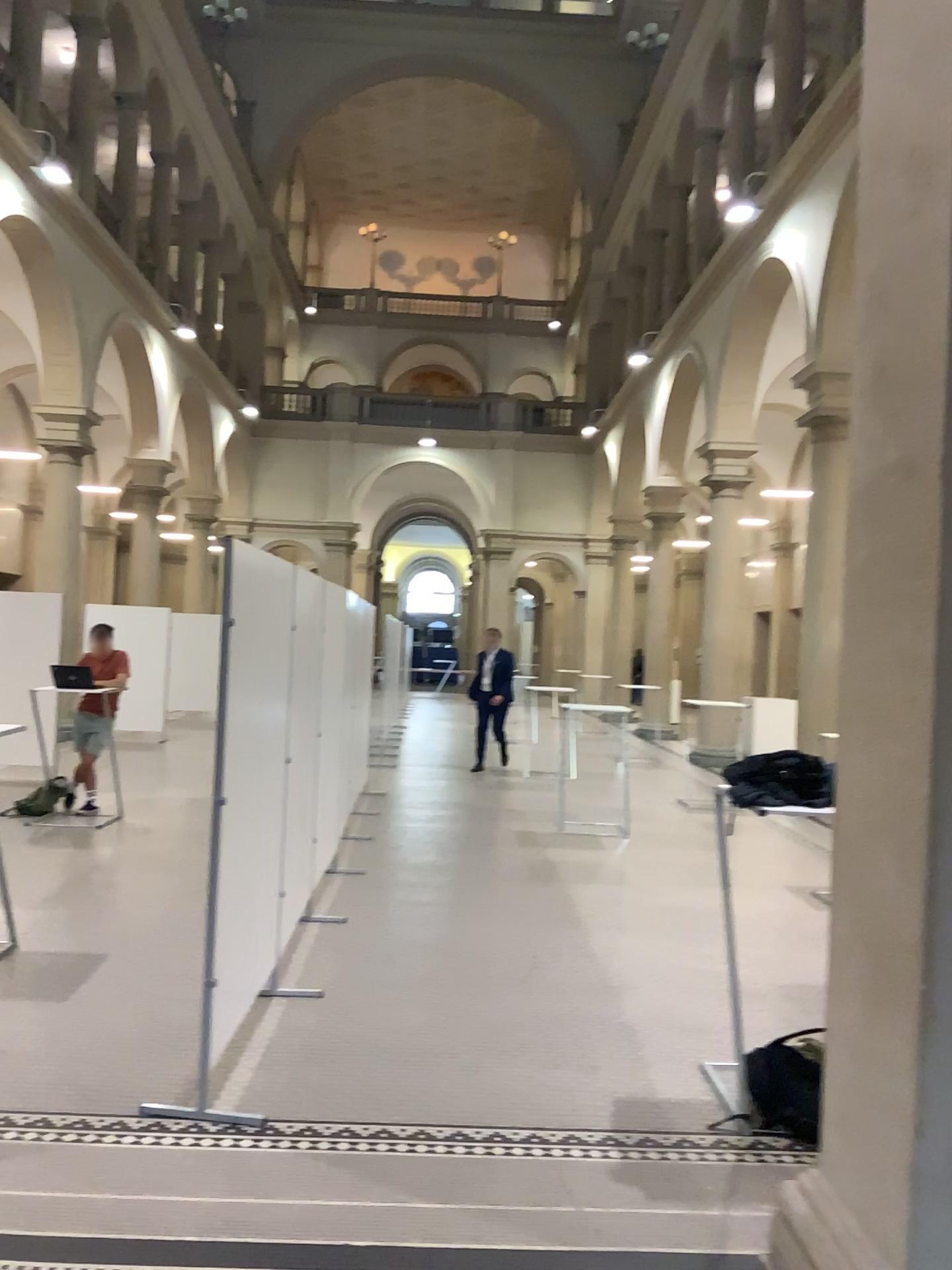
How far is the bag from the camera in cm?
348

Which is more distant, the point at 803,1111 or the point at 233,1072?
the point at 233,1072

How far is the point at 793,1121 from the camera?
3.5m
